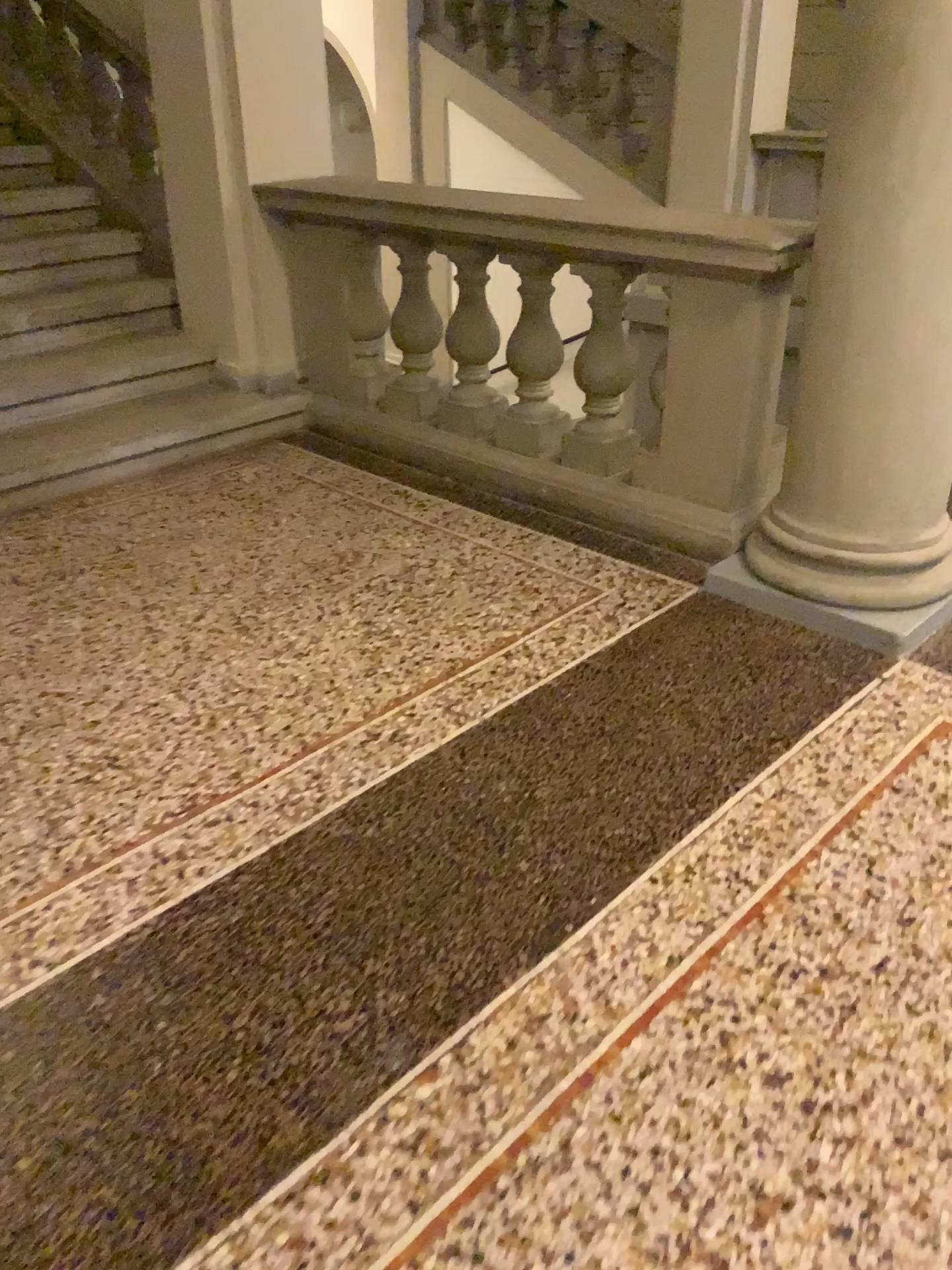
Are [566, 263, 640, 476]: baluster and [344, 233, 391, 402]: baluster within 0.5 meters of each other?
no

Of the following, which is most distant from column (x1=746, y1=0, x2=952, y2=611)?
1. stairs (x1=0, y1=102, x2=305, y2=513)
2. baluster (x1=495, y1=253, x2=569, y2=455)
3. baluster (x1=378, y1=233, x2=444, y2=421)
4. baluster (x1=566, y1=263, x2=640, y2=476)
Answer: stairs (x1=0, y1=102, x2=305, y2=513)

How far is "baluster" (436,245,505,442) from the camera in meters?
3.4 m

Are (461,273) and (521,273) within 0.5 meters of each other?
yes

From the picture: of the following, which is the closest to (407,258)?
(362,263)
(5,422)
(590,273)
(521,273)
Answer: (362,263)

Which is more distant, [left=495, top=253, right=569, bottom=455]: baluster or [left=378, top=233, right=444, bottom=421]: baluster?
[left=378, top=233, right=444, bottom=421]: baluster

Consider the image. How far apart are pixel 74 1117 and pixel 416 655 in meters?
1.3 m

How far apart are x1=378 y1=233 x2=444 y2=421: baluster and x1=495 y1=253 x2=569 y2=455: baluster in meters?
0.3 m

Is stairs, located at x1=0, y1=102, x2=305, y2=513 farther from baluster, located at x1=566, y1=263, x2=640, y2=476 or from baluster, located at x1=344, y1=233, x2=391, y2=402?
baluster, located at x1=566, y1=263, x2=640, y2=476

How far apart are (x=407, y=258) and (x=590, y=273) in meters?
0.8 m
